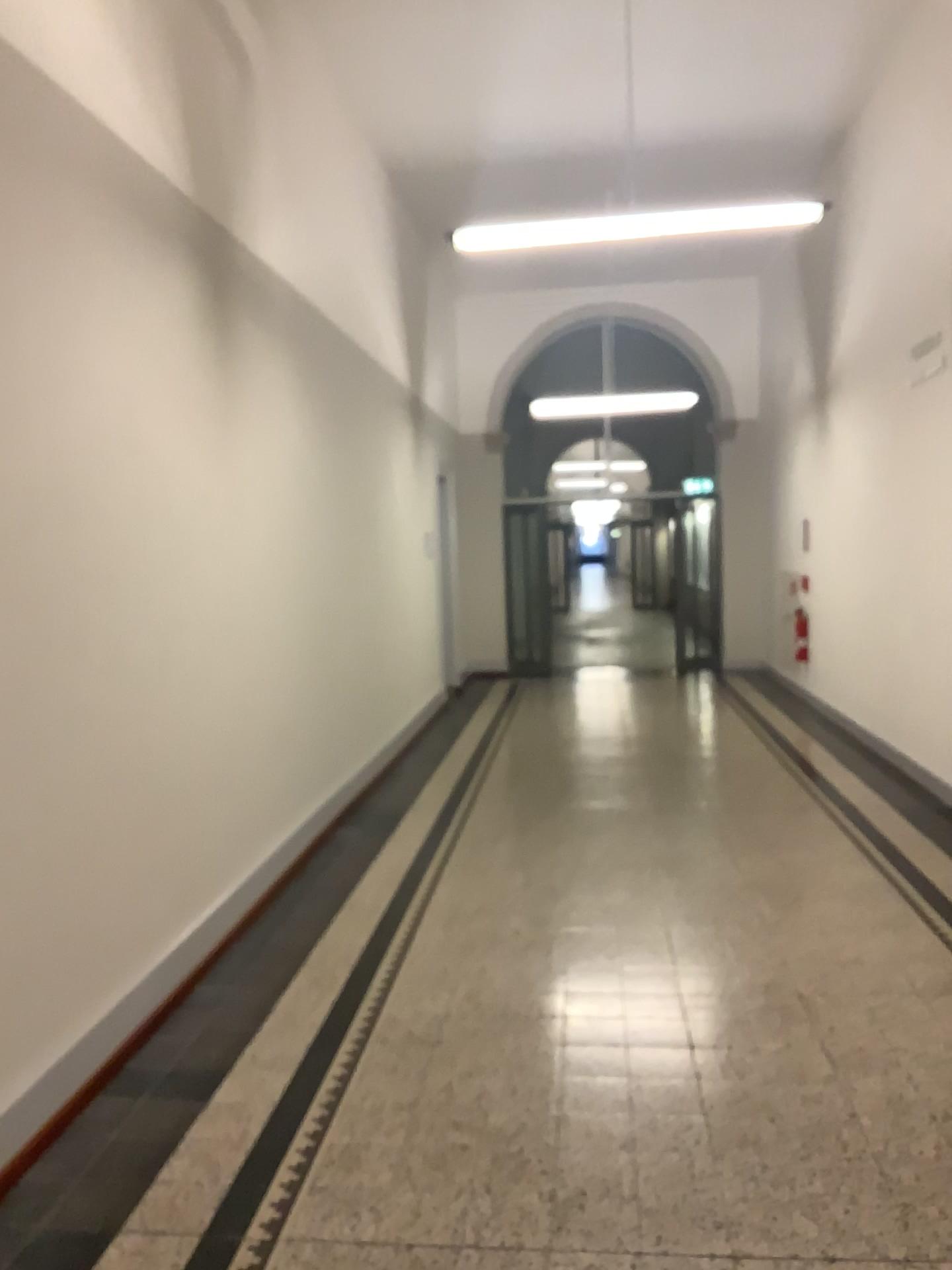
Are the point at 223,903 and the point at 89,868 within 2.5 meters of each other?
yes
